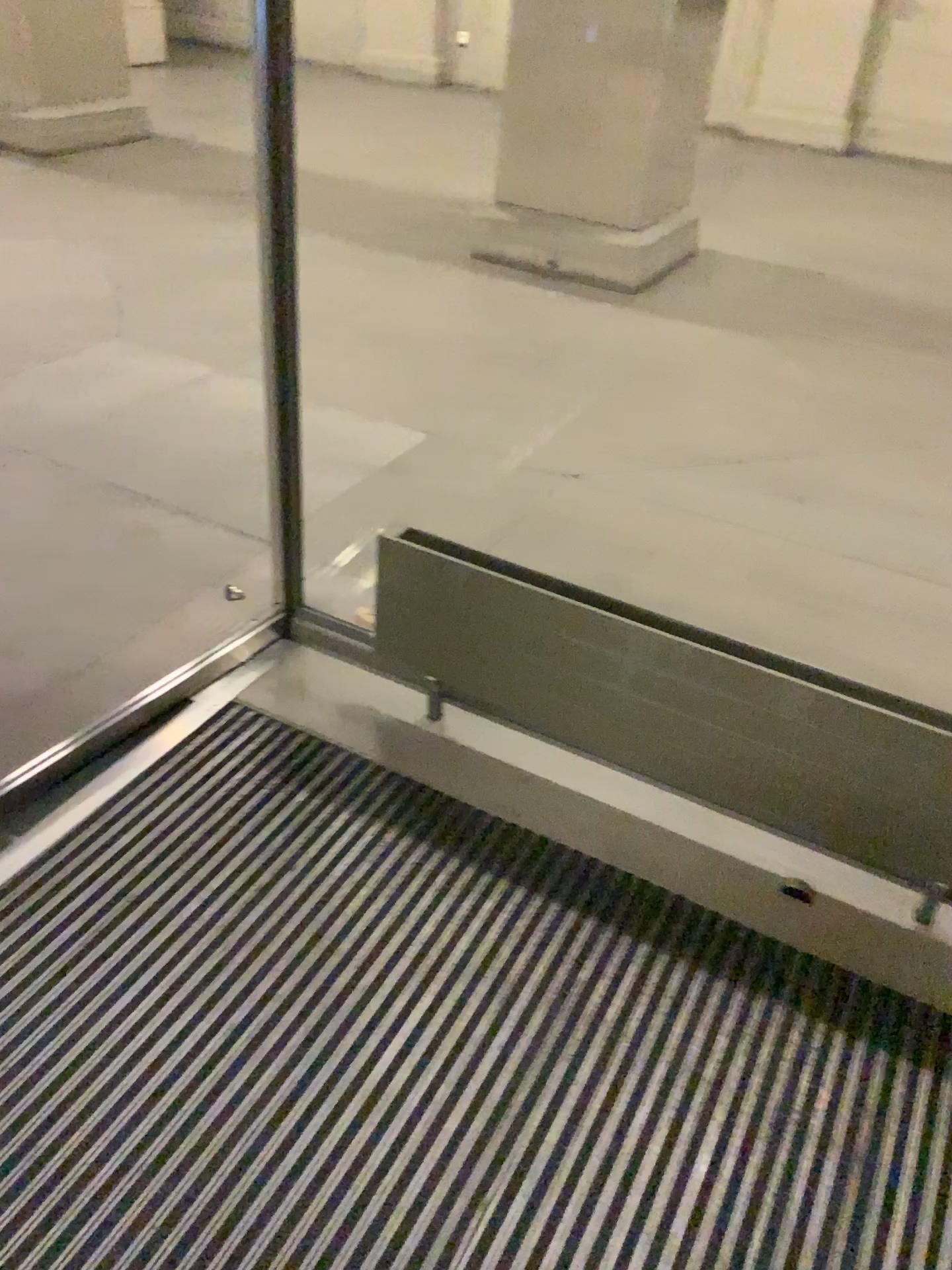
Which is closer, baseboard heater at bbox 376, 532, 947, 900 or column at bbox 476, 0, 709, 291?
baseboard heater at bbox 376, 532, 947, 900

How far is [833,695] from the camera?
1.7m

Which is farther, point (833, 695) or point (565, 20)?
point (565, 20)

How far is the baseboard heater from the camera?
1.70m

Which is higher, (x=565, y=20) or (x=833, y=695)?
(x=565, y=20)

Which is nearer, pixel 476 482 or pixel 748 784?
pixel 748 784
